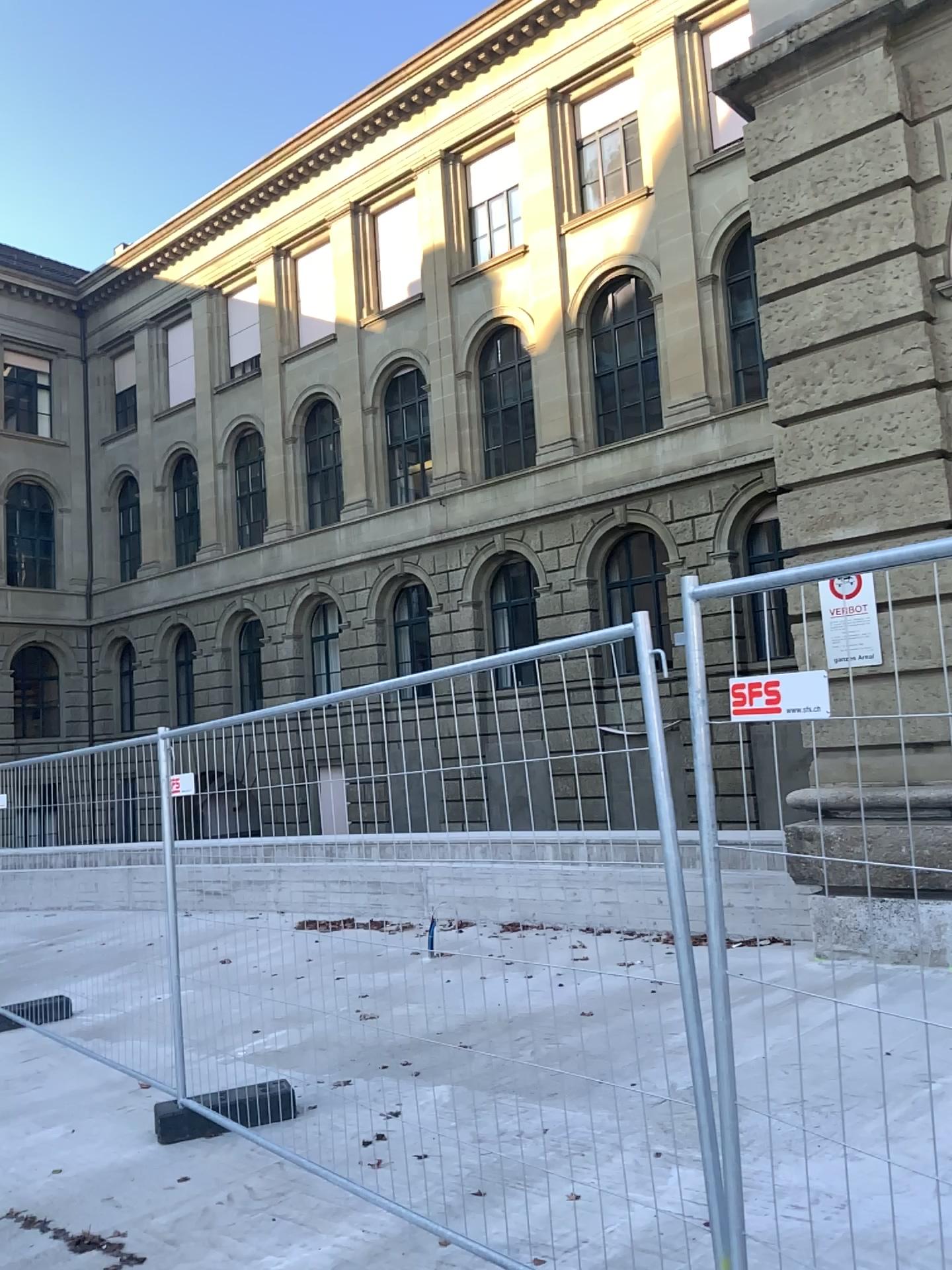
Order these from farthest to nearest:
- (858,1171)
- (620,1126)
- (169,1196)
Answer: (620,1126) < (169,1196) < (858,1171)
